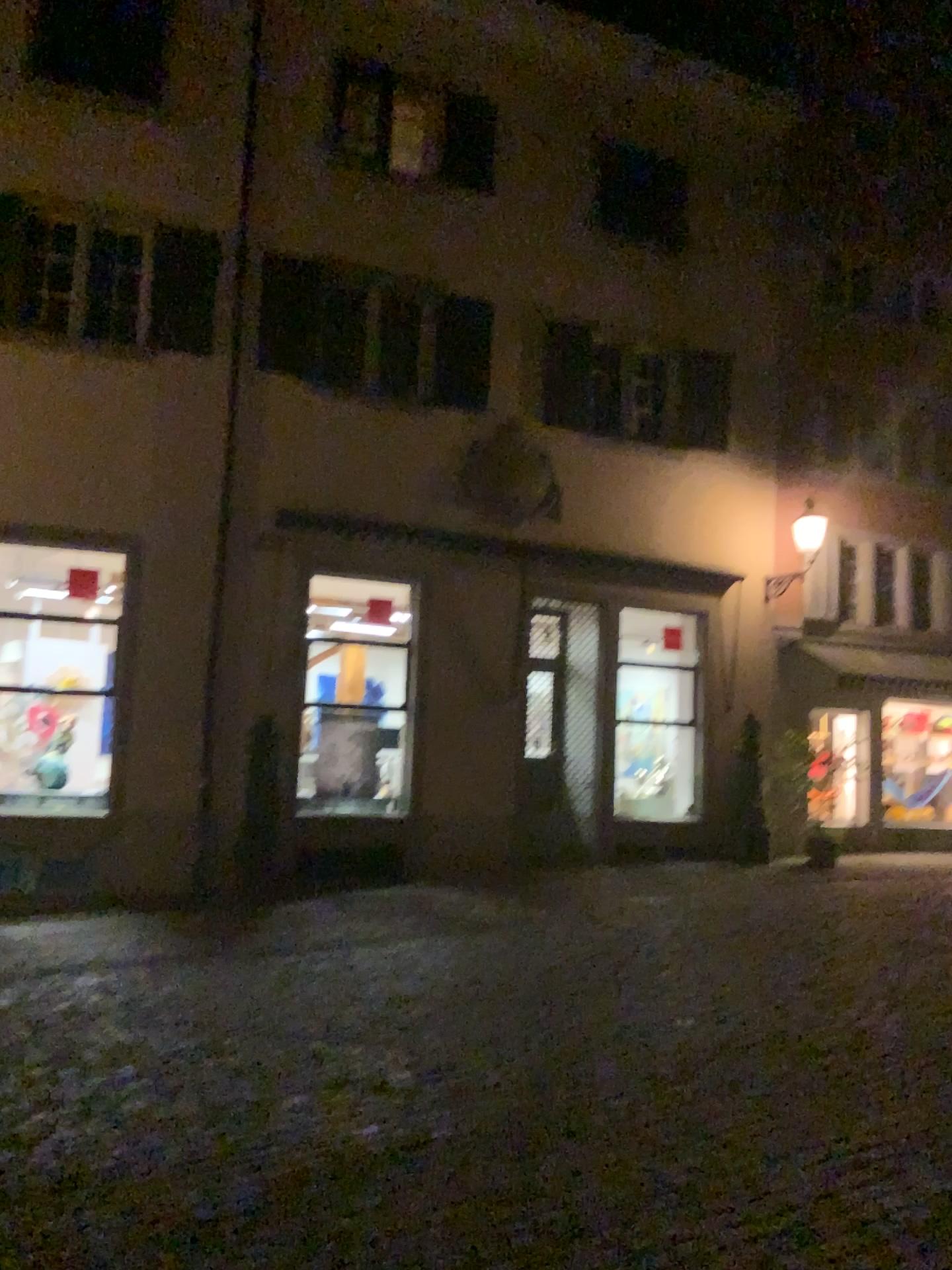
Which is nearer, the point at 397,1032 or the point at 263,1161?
the point at 263,1161
